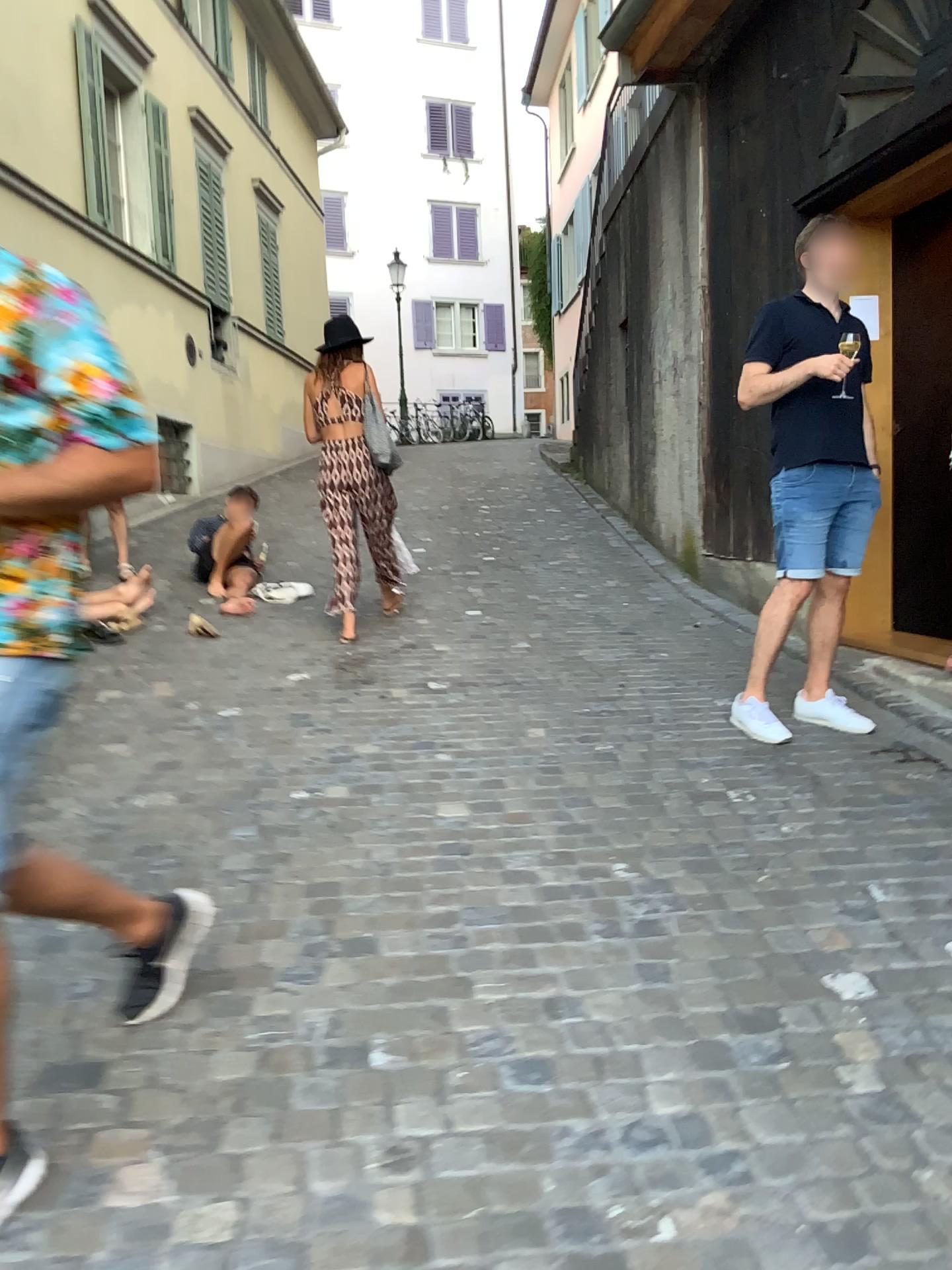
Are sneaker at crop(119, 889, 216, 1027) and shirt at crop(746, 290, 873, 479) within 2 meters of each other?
no

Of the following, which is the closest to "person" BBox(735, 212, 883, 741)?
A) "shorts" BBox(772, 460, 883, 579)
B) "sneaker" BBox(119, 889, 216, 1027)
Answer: "shorts" BBox(772, 460, 883, 579)

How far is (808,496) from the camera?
3.91m

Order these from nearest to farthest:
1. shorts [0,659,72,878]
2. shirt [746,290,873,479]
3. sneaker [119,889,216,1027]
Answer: shorts [0,659,72,878]
sneaker [119,889,216,1027]
shirt [746,290,873,479]

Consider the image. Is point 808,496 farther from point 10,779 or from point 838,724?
point 10,779

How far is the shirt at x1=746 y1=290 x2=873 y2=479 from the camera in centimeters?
384cm

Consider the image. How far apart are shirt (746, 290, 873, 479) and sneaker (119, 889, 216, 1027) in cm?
269

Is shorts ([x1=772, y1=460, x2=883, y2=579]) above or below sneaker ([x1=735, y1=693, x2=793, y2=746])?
above

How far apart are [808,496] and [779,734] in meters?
0.9 m

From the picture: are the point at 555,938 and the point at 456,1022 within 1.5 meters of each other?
yes
